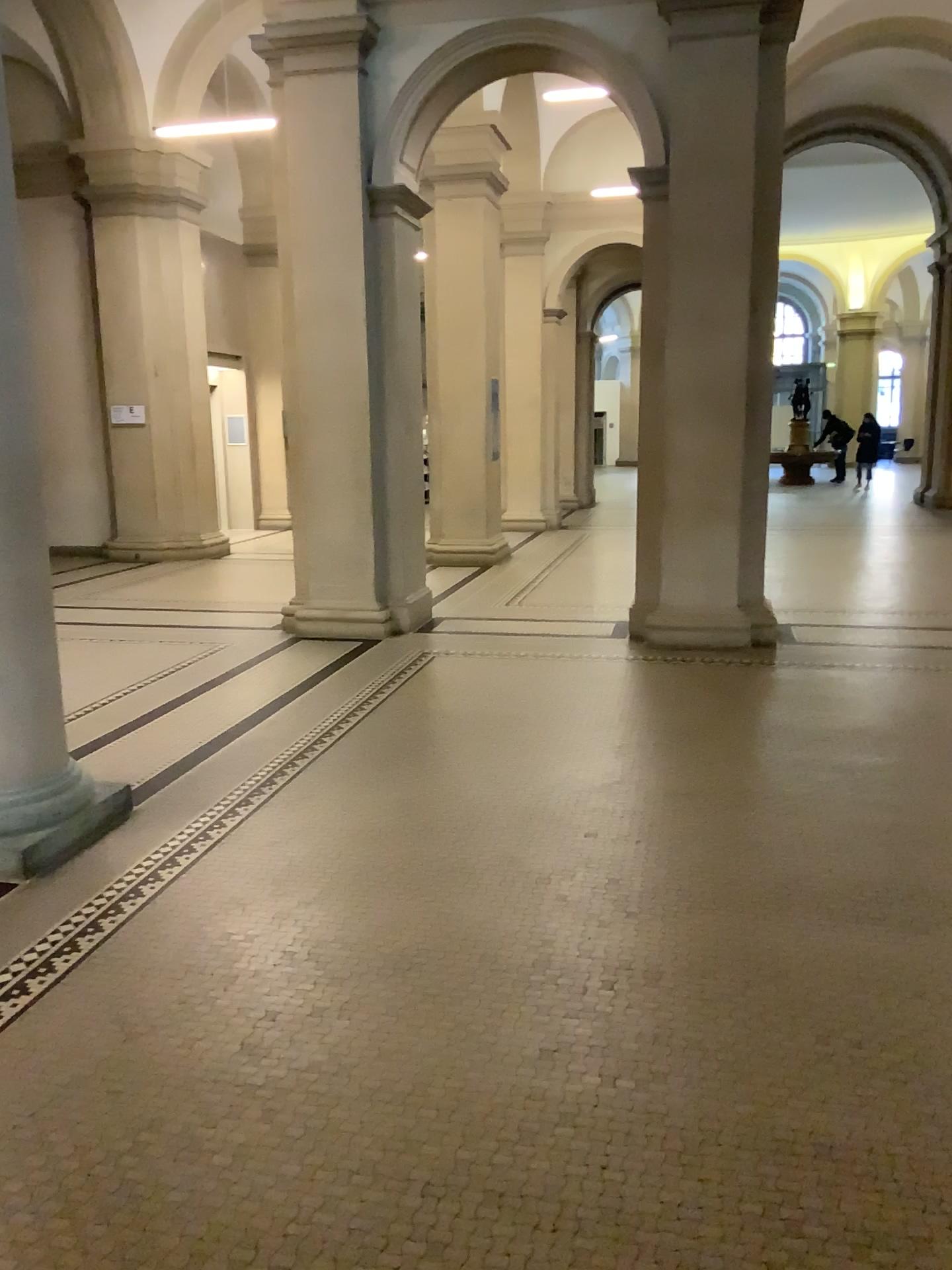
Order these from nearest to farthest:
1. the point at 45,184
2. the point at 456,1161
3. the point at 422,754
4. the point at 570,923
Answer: the point at 456,1161 → the point at 570,923 → the point at 45,184 → the point at 422,754
